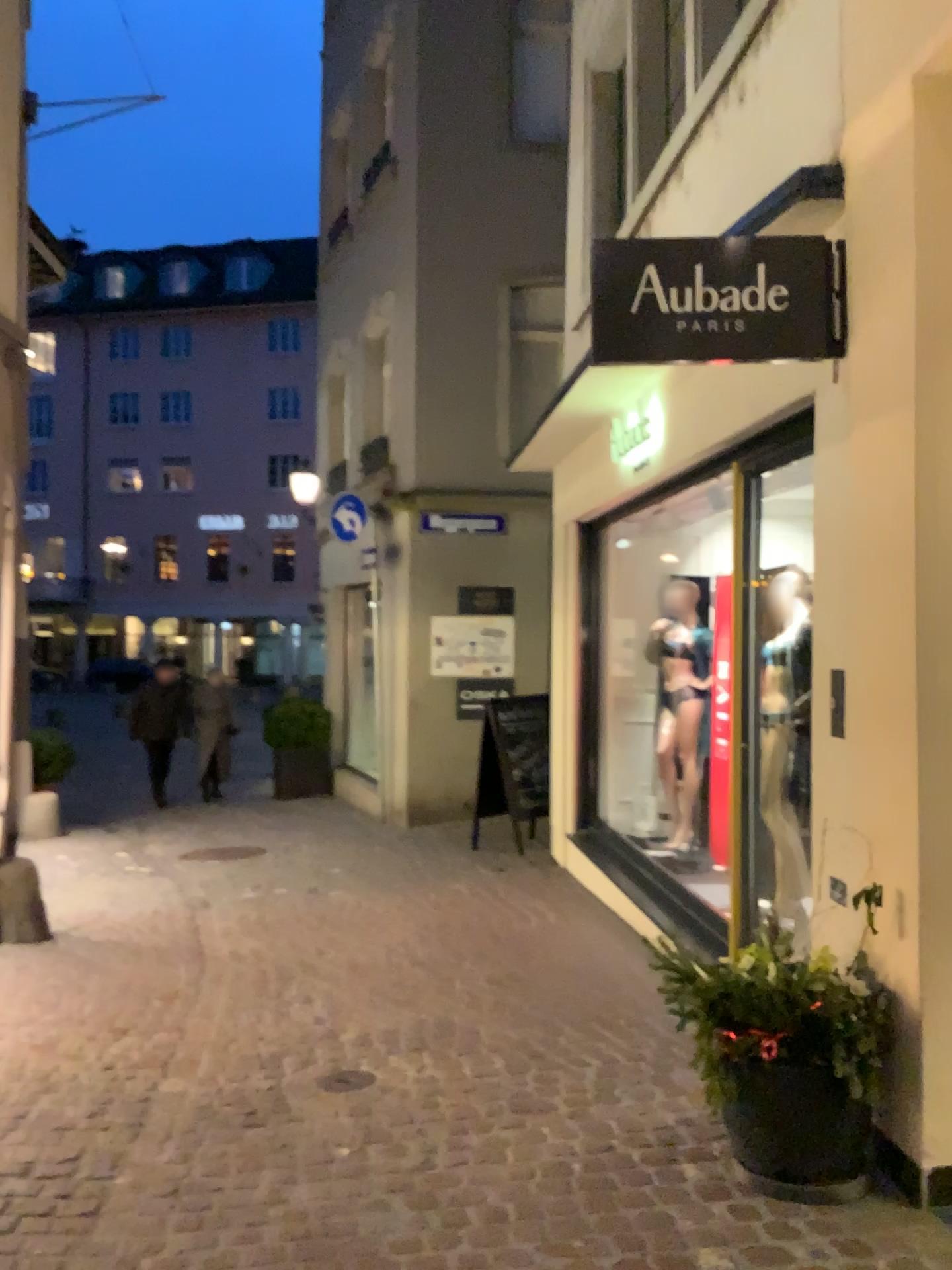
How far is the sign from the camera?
3.2m

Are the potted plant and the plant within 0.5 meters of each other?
yes

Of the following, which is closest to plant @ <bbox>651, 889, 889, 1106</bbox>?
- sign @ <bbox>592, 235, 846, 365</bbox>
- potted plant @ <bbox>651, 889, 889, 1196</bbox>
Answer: potted plant @ <bbox>651, 889, 889, 1196</bbox>

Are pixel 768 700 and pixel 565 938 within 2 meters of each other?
yes

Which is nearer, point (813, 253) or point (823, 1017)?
point (823, 1017)

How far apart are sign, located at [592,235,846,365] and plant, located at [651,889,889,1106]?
1.57m

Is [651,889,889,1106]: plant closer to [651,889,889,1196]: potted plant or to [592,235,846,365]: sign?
[651,889,889,1196]: potted plant

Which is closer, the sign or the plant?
the plant

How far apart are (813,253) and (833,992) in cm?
210

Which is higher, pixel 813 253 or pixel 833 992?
pixel 813 253
